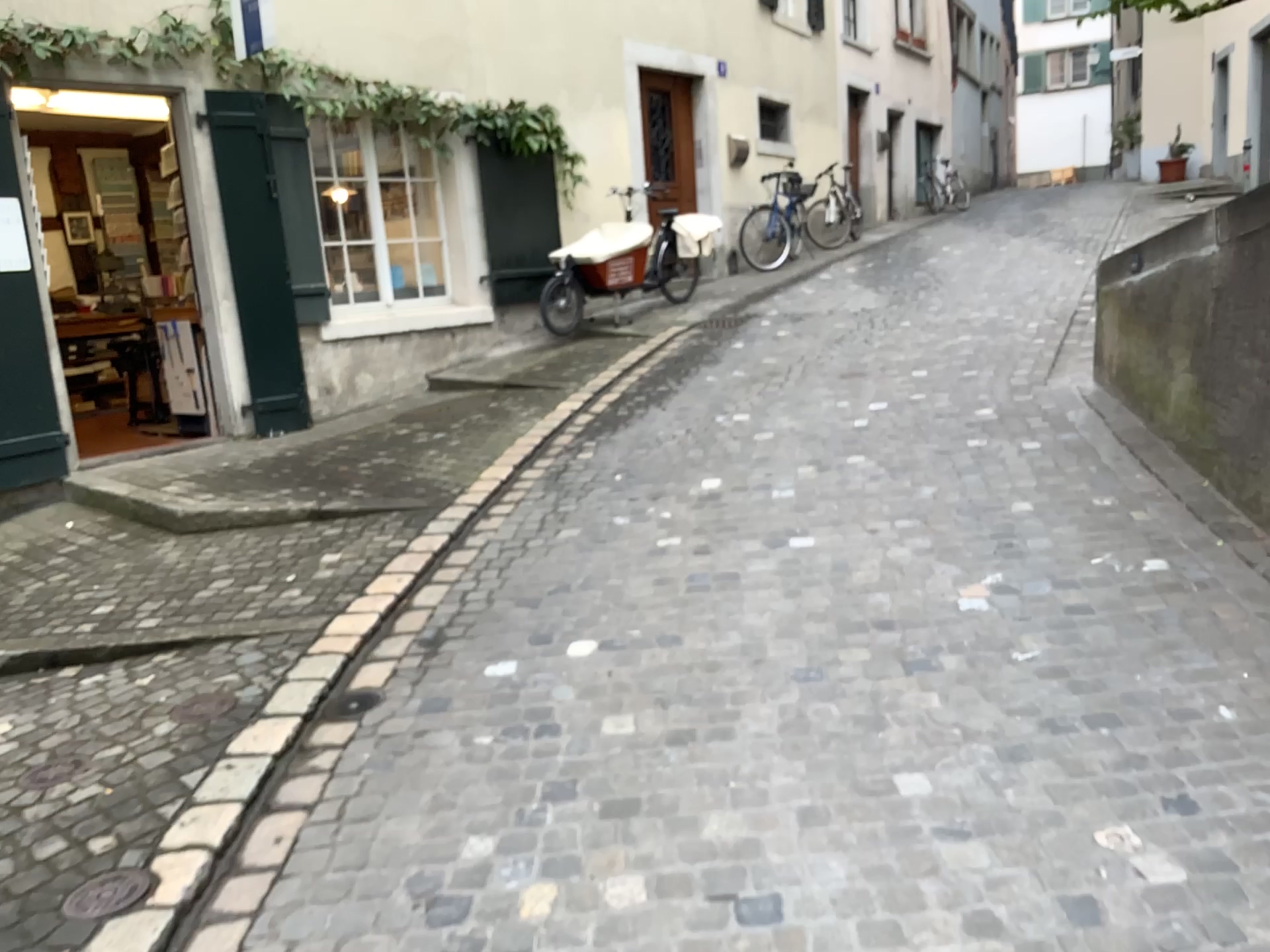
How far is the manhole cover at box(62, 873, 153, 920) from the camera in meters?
2.4

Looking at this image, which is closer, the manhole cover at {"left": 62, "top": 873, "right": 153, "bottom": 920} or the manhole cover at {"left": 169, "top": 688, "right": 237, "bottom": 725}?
the manhole cover at {"left": 62, "top": 873, "right": 153, "bottom": 920}

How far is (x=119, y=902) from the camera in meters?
2.4 m

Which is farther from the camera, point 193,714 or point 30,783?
point 193,714

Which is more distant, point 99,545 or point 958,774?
point 99,545

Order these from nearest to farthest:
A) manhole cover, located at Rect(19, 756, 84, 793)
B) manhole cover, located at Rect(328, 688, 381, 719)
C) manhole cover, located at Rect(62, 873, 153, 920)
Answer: manhole cover, located at Rect(62, 873, 153, 920)
manhole cover, located at Rect(19, 756, 84, 793)
manhole cover, located at Rect(328, 688, 381, 719)

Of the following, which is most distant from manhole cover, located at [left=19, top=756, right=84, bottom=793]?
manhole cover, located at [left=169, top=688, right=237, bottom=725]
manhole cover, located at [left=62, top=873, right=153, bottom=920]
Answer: manhole cover, located at [left=62, top=873, right=153, bottom=920]

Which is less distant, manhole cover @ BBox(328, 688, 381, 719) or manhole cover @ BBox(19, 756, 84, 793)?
manhole cover @ BBox(19, 756, 84, 793)

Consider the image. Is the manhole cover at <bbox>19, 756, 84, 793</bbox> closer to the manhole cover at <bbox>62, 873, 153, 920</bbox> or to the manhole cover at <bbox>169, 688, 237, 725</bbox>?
the manhole cover at <bbox>169, 688, 237, 725</bbox>

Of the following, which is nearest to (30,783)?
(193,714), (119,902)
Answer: (193,714)
